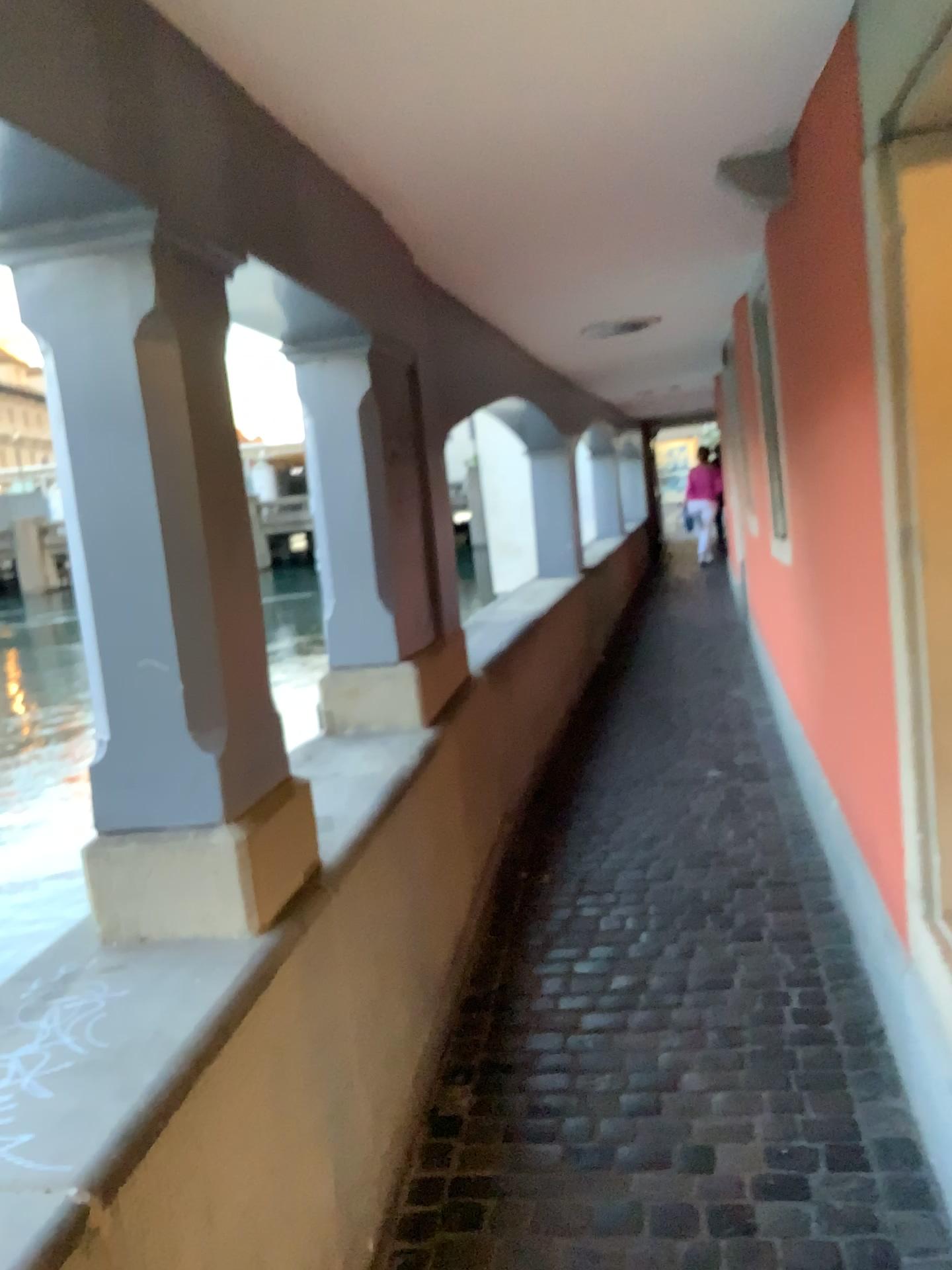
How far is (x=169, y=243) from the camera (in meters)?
1.65

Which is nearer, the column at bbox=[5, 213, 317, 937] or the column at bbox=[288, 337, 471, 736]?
the column at bbox=[5, 213, 317, 937]

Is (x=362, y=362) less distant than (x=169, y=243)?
No

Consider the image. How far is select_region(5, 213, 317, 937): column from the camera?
A: 1.6m

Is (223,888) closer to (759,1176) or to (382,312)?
(759,1176)
